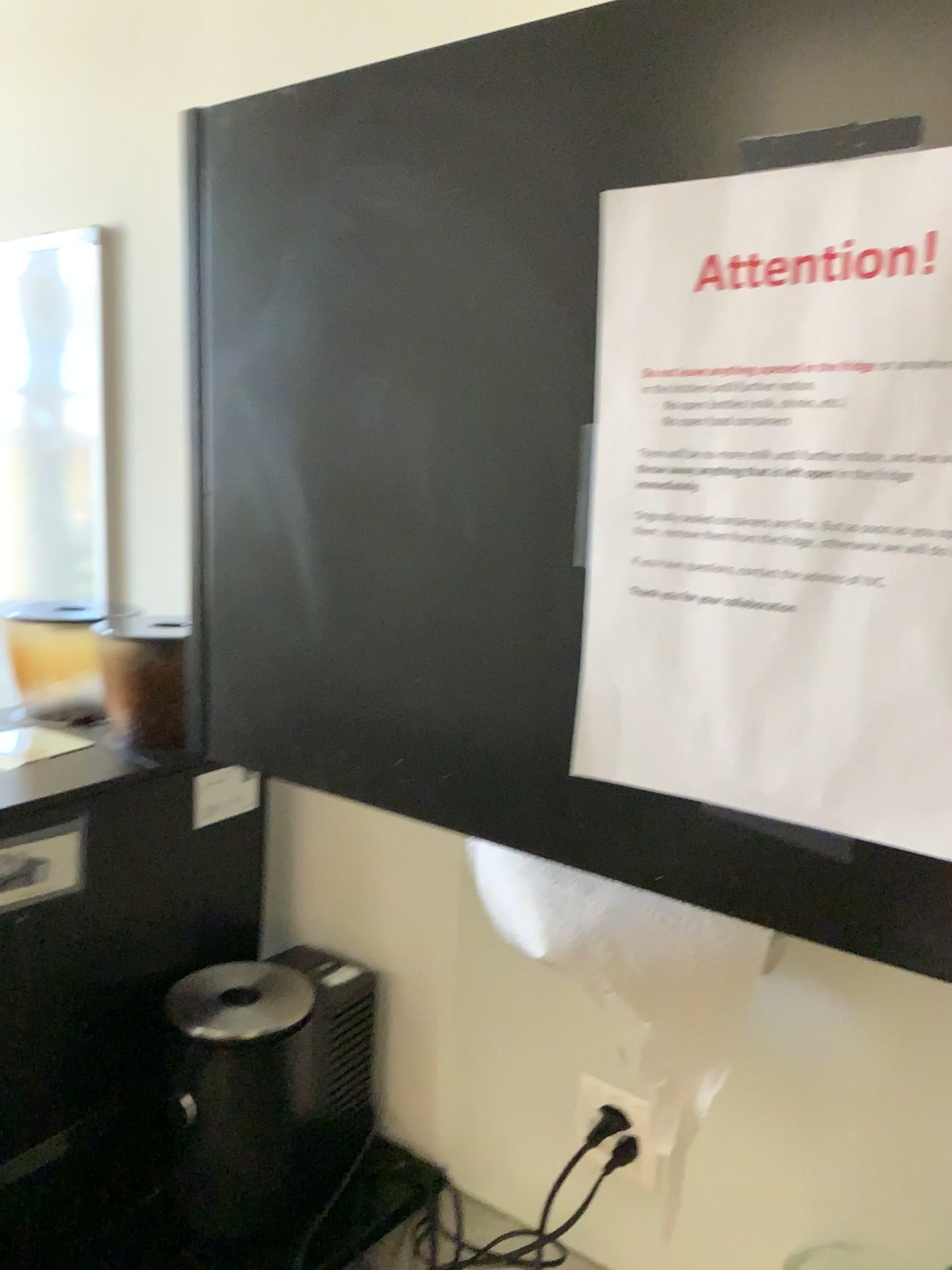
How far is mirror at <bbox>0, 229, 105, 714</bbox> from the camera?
1.36m

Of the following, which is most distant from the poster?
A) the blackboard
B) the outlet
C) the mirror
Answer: the mirror

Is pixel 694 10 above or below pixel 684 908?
above

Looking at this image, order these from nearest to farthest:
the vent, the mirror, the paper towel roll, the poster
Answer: the poster
the paper towel roll
the vent
the mirror

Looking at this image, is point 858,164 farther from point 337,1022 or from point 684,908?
point 337,1022

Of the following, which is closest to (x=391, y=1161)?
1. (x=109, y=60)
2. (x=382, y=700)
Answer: (x=382, y=700)

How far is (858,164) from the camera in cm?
46

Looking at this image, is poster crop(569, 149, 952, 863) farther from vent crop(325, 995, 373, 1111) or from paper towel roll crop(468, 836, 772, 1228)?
vent crop(325, 995, 373, 1111)

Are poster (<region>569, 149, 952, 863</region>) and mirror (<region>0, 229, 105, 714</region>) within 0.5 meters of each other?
no

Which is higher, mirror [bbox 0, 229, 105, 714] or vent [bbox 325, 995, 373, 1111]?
mirror [bbox 0, 229, 105, 714]
